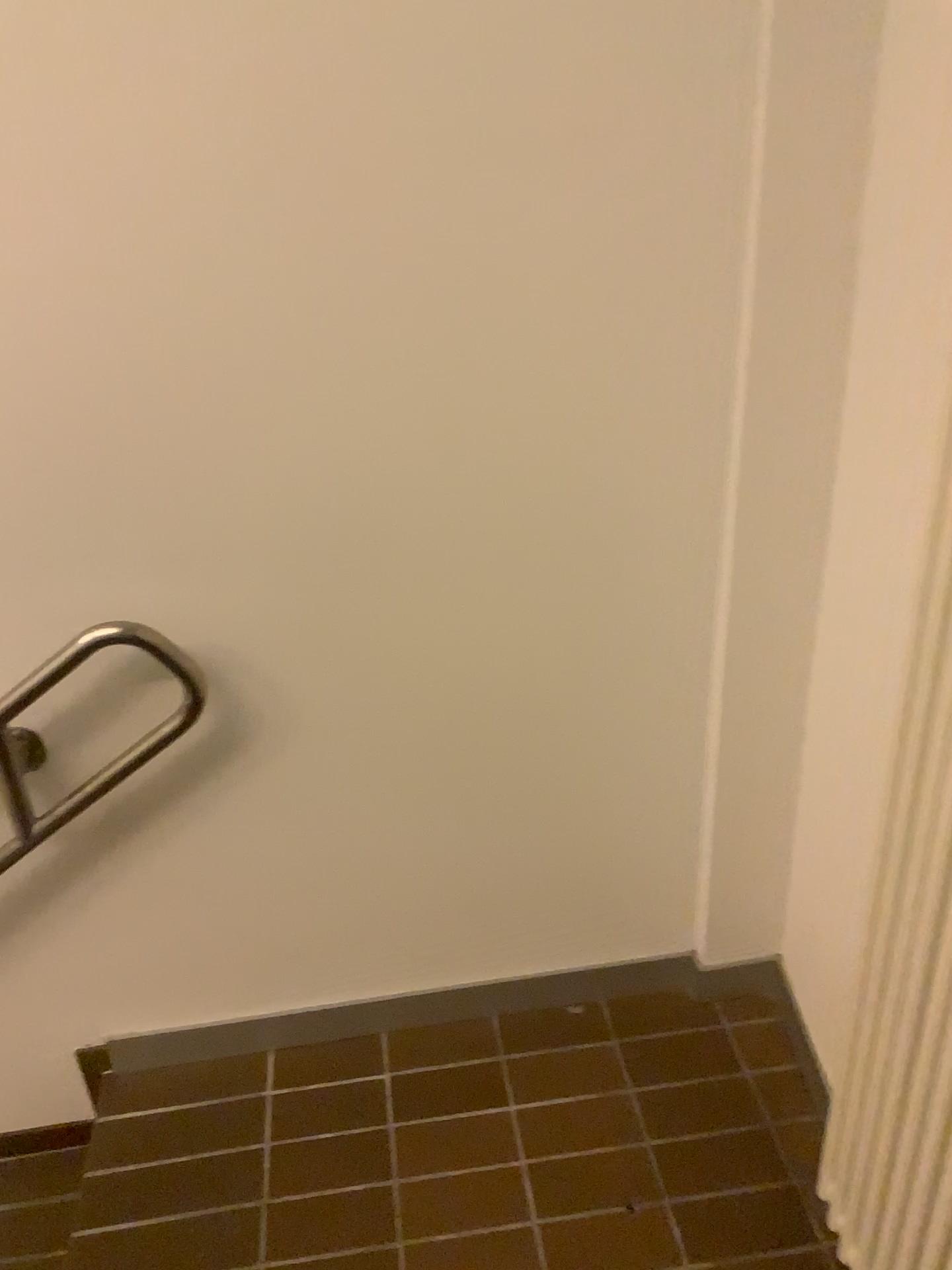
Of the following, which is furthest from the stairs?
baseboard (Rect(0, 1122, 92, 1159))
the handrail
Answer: the handrail

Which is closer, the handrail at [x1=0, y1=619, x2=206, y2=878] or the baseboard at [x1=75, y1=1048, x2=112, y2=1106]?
the handrail at [x1=0, y1=619, x2=206, y2=878]

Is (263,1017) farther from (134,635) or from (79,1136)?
(134,635)

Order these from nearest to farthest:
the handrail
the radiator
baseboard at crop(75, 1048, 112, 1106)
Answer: the radiator < the handrail < baseboard at crop(75, 1048, 112, 1106)

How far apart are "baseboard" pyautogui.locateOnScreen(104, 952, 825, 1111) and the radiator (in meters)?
0.42

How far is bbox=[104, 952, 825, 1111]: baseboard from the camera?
1.91m

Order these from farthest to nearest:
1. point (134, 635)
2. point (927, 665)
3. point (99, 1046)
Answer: point (99, 1046), point (134, 635), point (927, 665)

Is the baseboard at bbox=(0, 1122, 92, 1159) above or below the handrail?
below

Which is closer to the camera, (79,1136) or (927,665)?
(927,665)

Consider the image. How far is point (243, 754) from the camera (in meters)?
1.66
